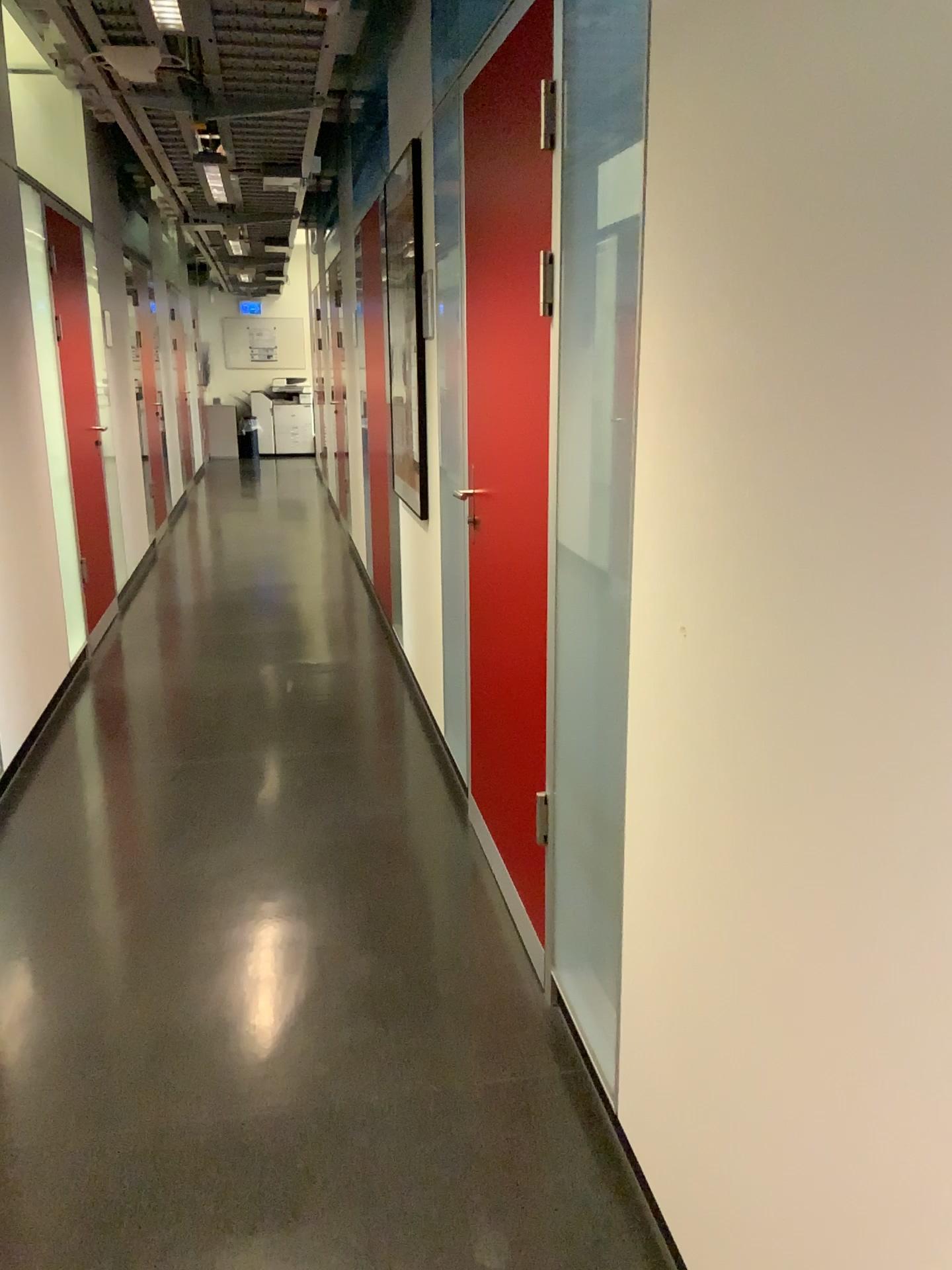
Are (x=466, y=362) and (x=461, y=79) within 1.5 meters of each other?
yes

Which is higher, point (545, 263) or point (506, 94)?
point (506, 94)
